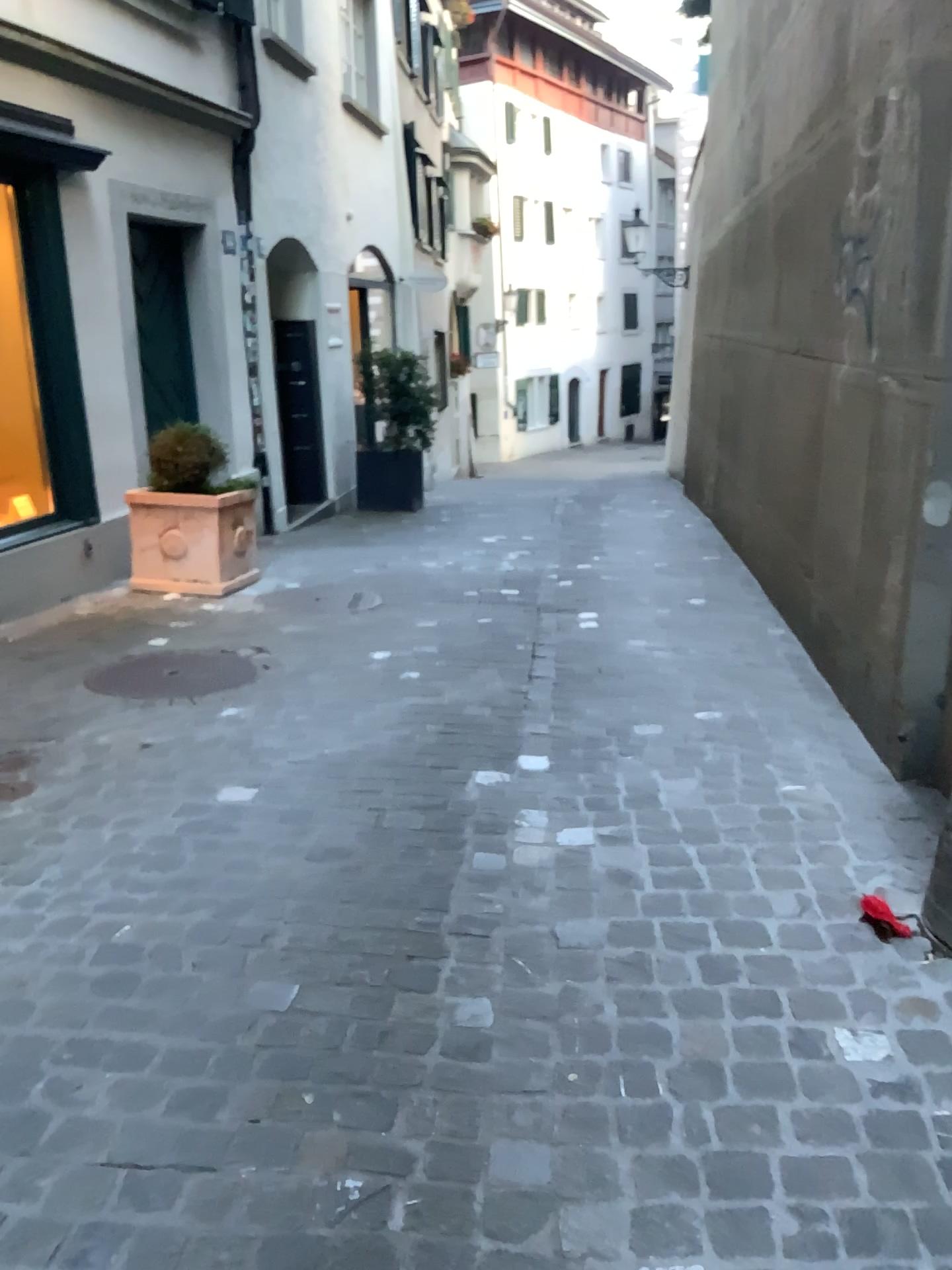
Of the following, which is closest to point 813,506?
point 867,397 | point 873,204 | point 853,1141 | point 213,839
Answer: point 867,397

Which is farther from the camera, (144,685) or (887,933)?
(144,685)

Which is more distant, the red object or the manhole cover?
the manhole cover
